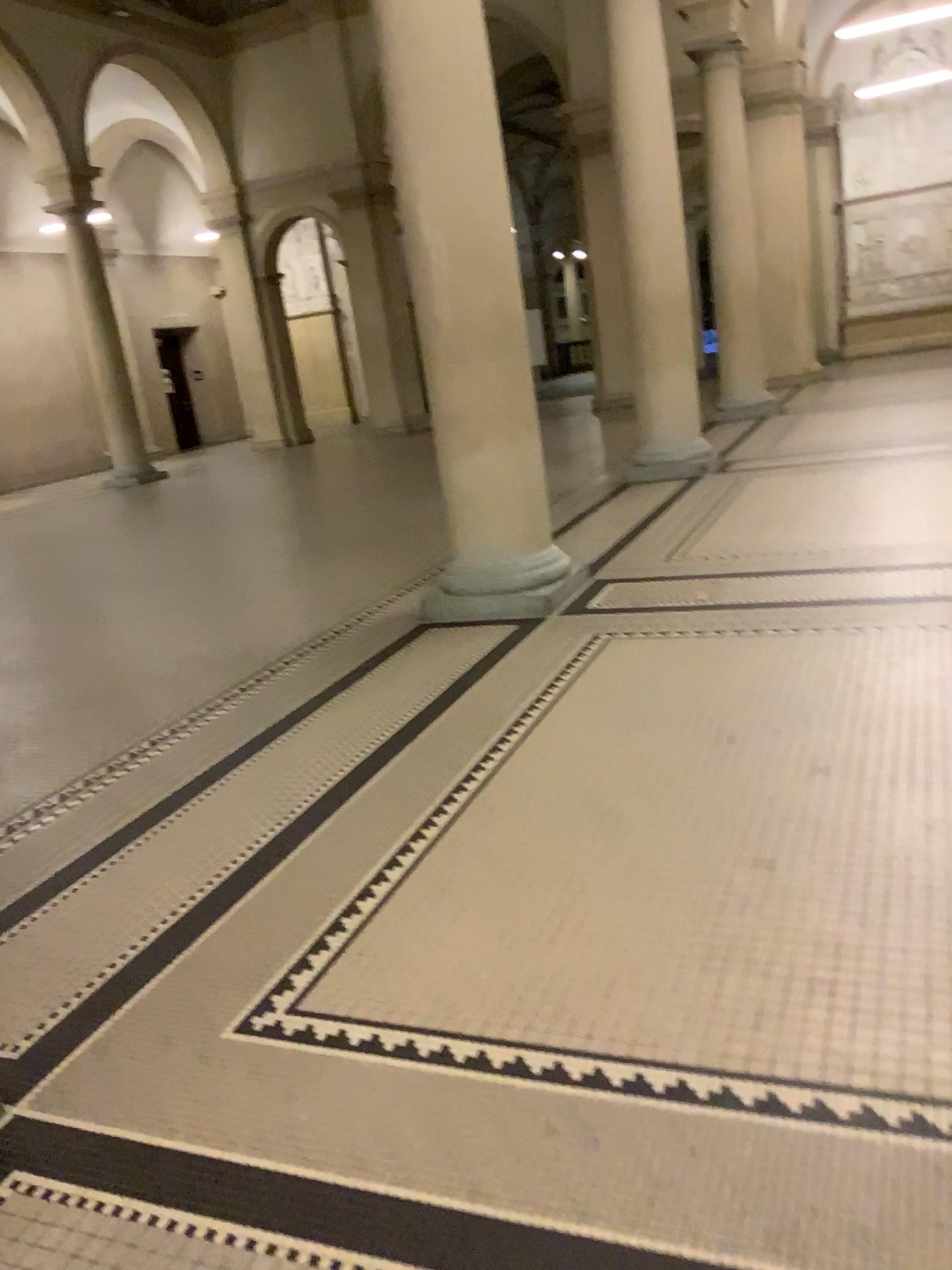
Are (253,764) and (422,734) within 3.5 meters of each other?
yes
